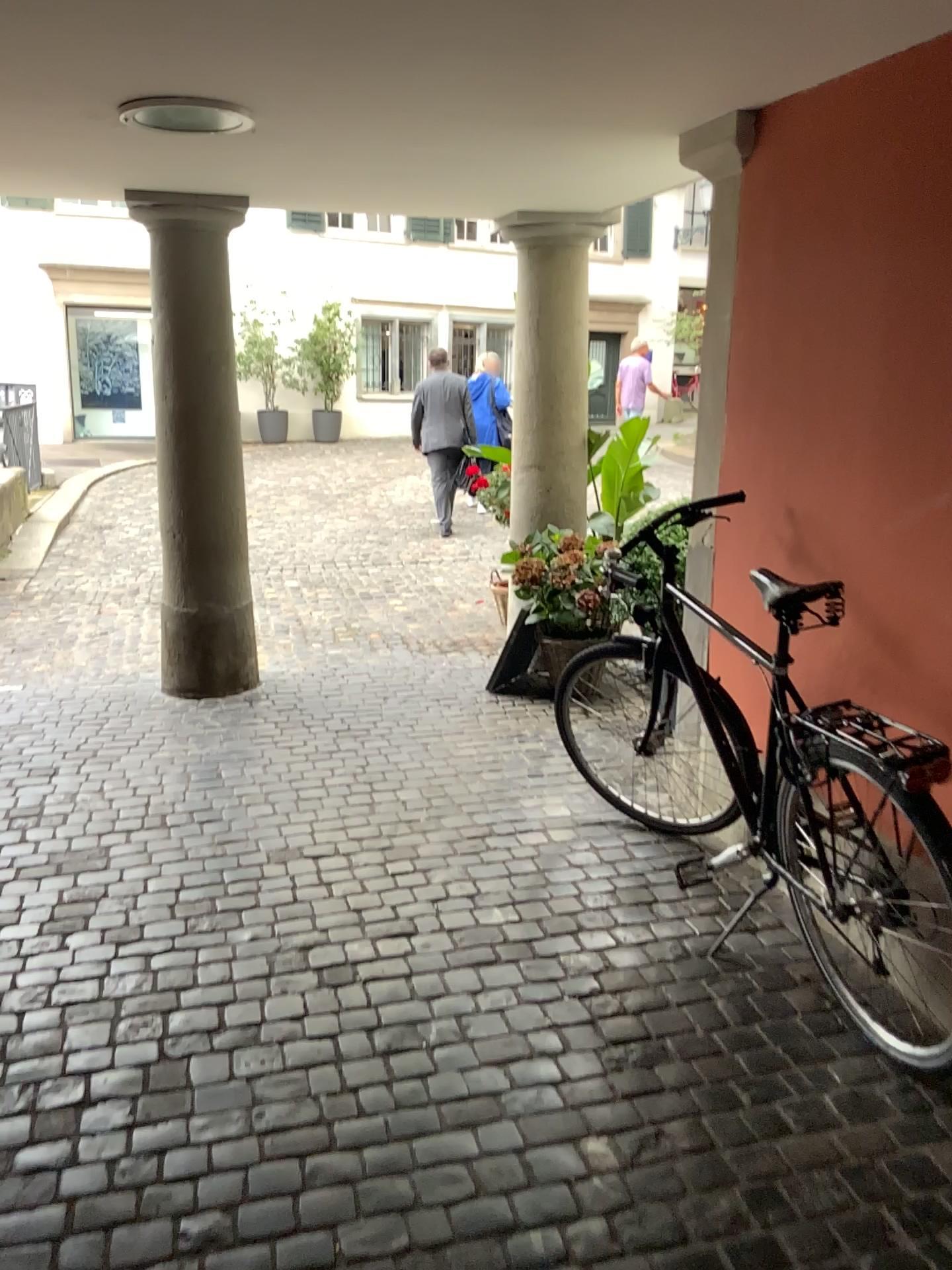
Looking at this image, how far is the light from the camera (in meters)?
2.84

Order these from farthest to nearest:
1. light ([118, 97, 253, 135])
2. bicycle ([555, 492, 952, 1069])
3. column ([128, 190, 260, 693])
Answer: column ([128, 190, 260, 693])
light ([118, 97, 253, 135])
bicycle ([555, 492, 952, 1069])

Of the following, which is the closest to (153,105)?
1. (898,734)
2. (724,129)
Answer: (724,129)

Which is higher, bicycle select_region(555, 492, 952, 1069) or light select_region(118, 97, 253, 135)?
light select_region(118, 97, 253, 135)

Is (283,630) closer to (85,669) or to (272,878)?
→ (85,669)

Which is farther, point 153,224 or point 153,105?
point 153,224

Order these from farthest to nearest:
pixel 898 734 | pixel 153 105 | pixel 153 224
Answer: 1. pixel 153 224
2. pixel 153 105
3. pixel 898 734

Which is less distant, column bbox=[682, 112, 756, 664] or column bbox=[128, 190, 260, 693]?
column bbox=[682, 112, 756, 664]

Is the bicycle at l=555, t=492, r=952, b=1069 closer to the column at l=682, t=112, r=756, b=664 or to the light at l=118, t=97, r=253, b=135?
the column at l=682, t=112, r=756, b=664

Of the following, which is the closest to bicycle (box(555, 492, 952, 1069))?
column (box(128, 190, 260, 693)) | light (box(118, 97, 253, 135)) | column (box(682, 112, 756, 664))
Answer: column (box(682, 112, 756, 664))
